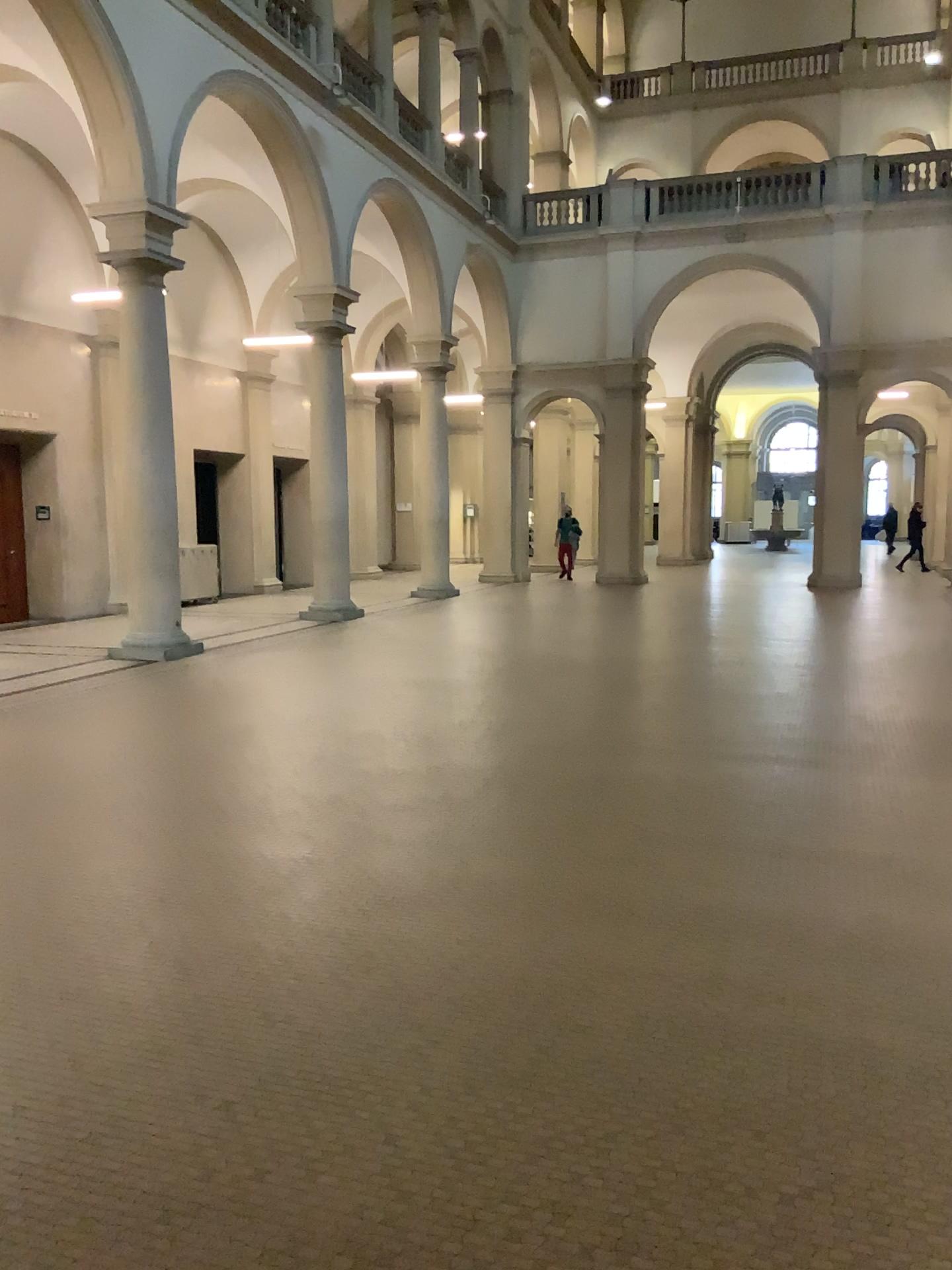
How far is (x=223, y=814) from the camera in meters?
5.2
